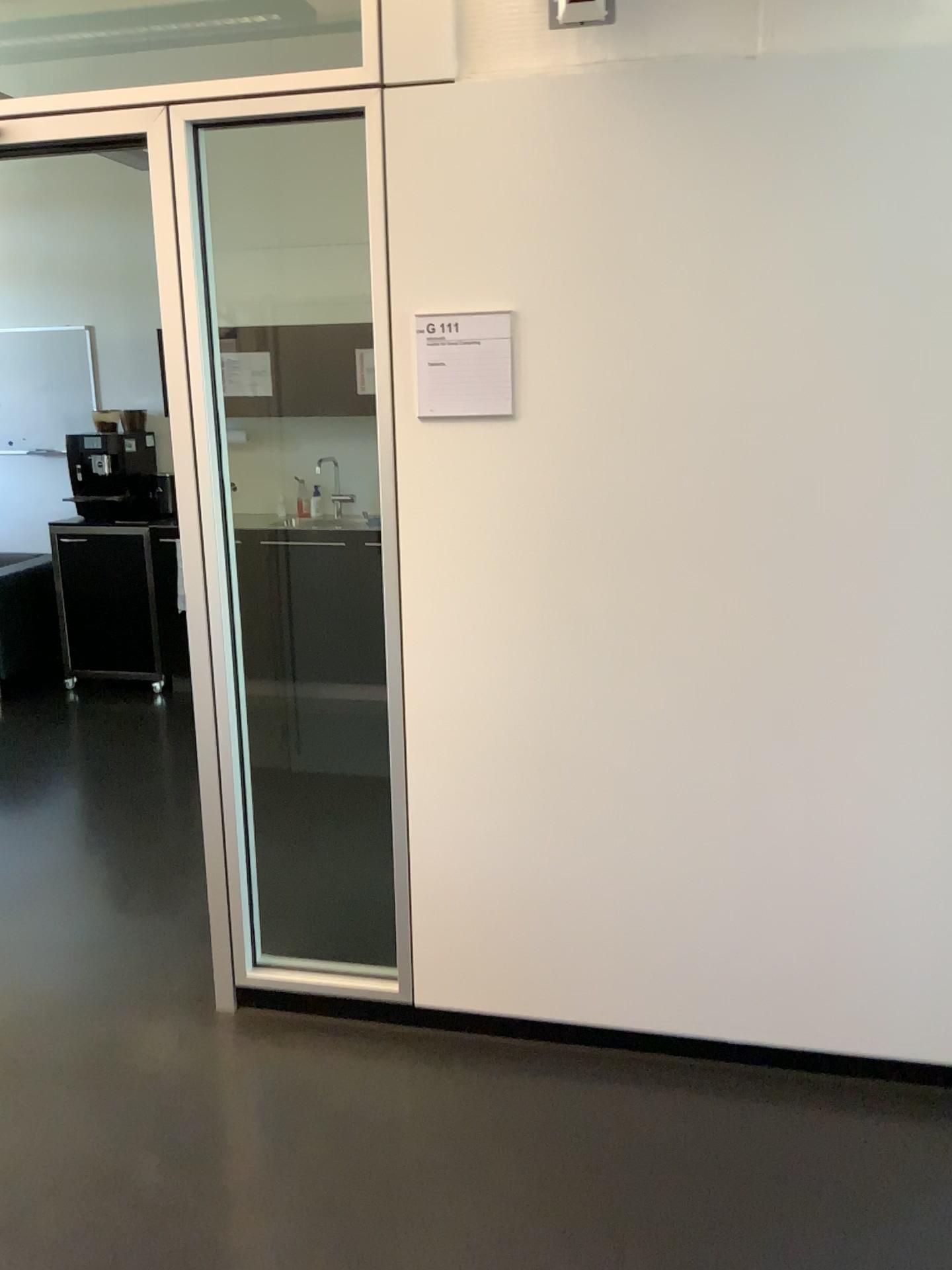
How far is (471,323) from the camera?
2.2 meters

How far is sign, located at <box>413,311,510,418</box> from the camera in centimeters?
223cm

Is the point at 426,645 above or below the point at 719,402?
below
